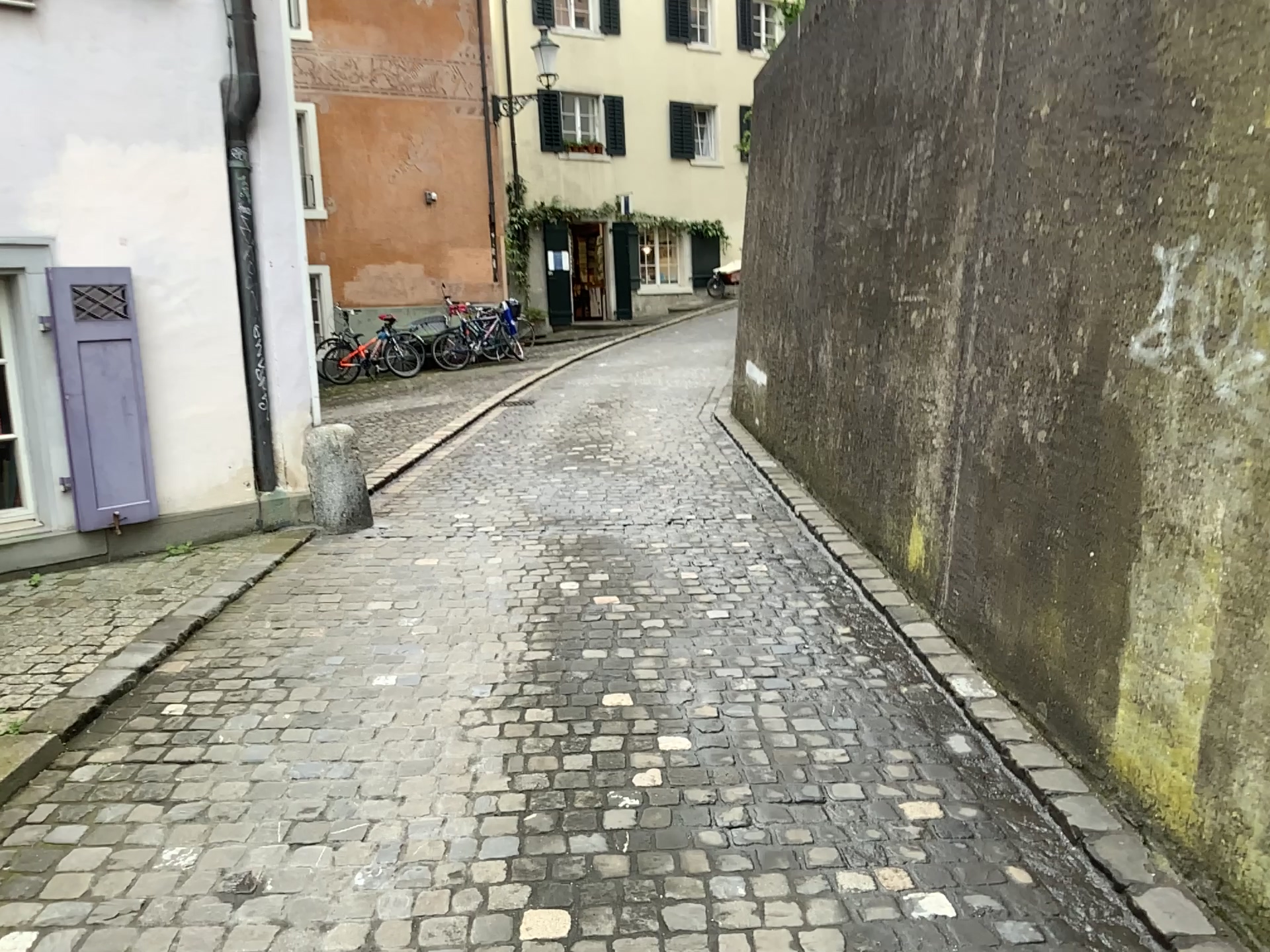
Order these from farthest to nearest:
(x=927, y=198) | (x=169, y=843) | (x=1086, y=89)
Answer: (x=927, y=198), (x=1086, y=89), (x=169, y=843)
